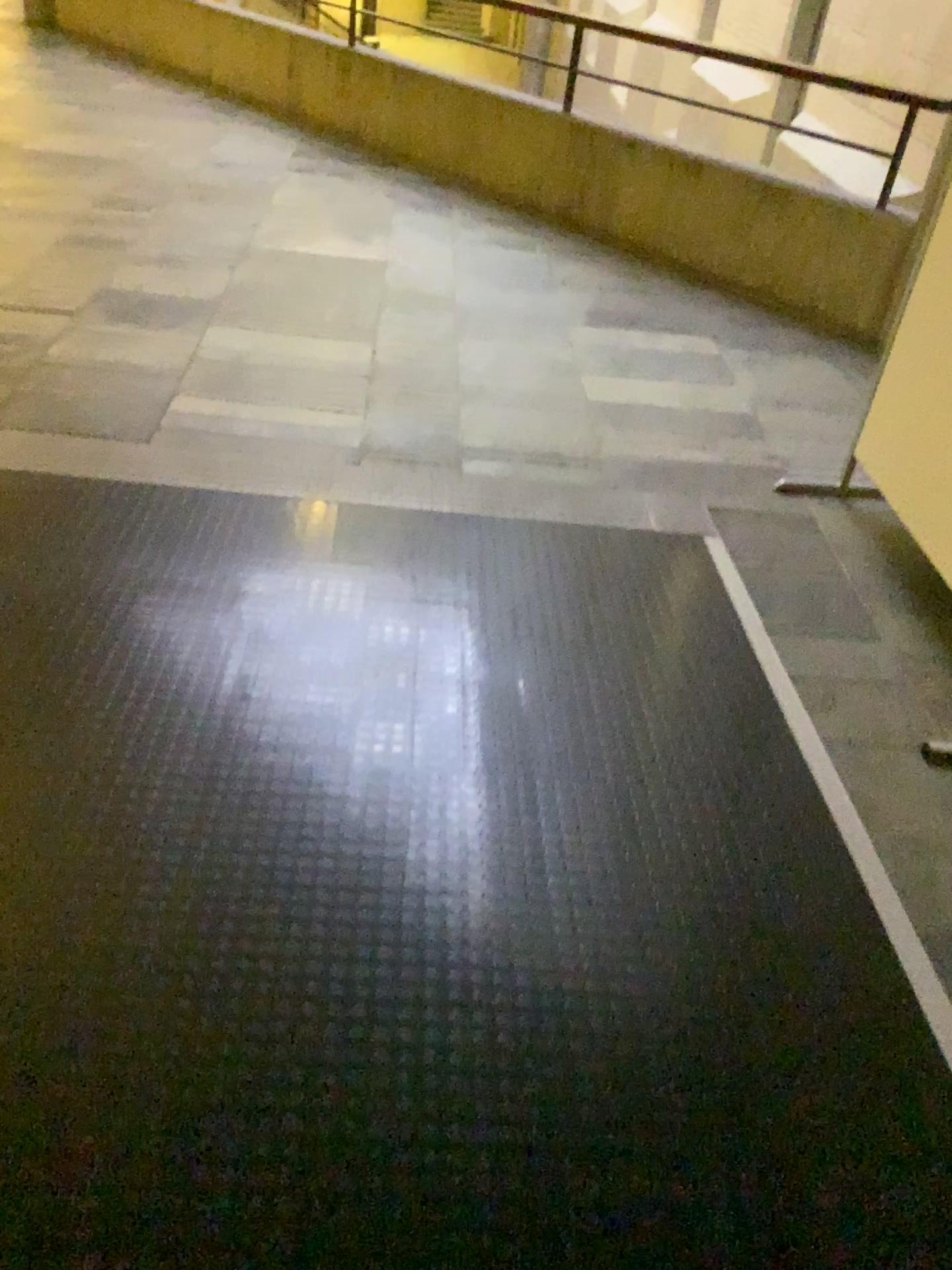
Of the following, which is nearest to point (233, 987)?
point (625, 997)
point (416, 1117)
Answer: point (416, 1117)
